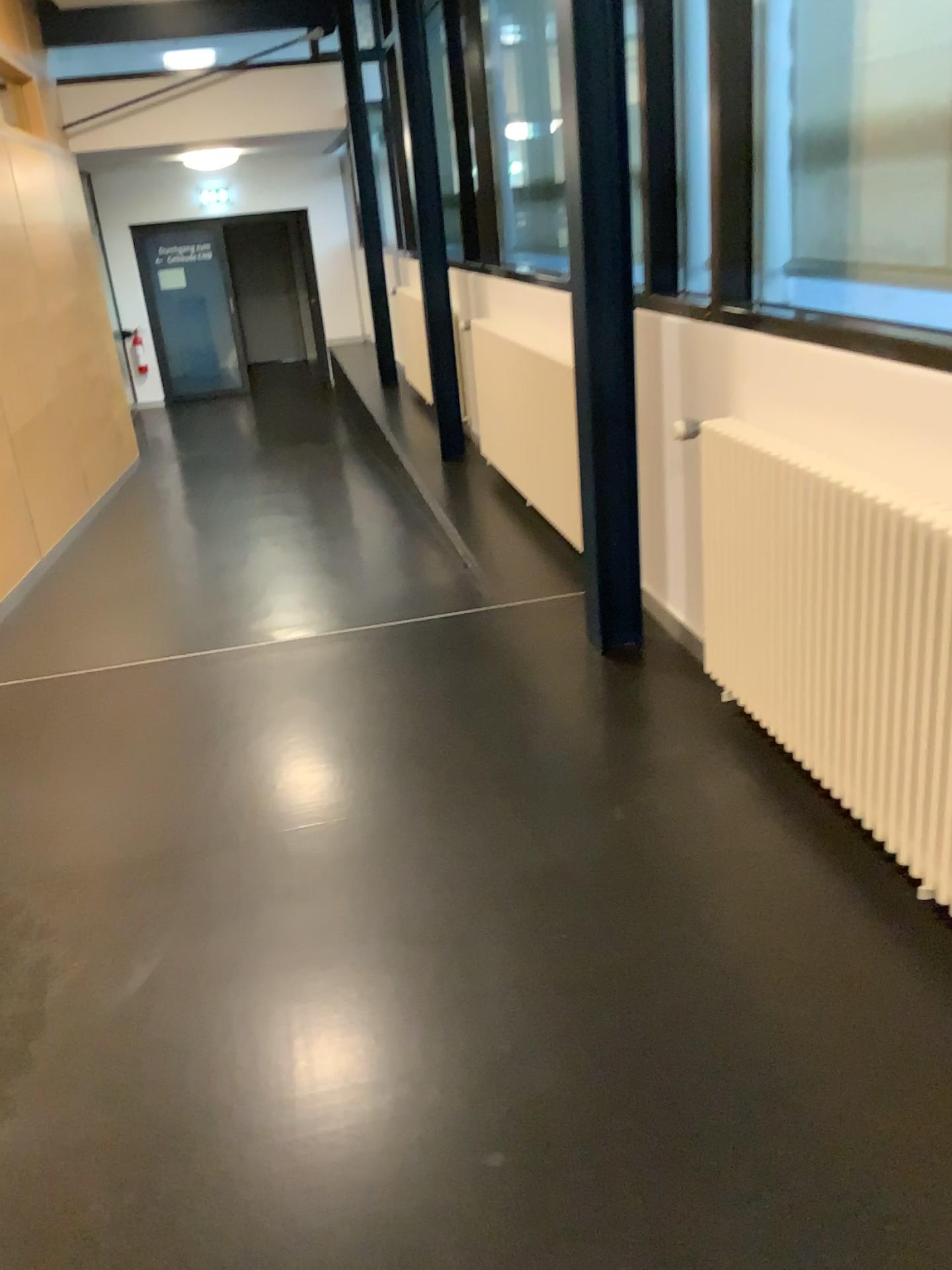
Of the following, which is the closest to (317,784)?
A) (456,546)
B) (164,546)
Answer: (456,546)
